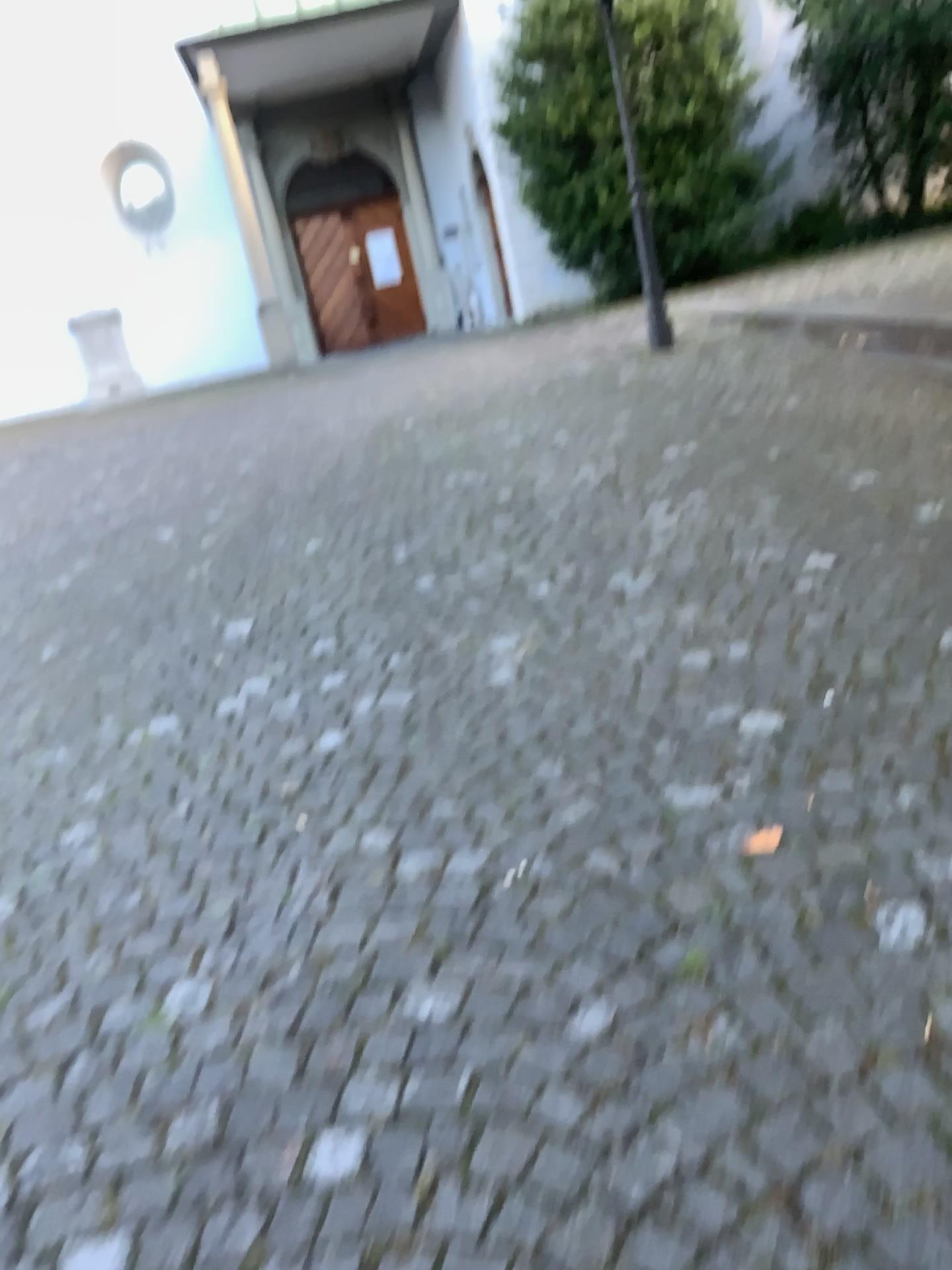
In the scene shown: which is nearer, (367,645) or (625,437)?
(367,645)
